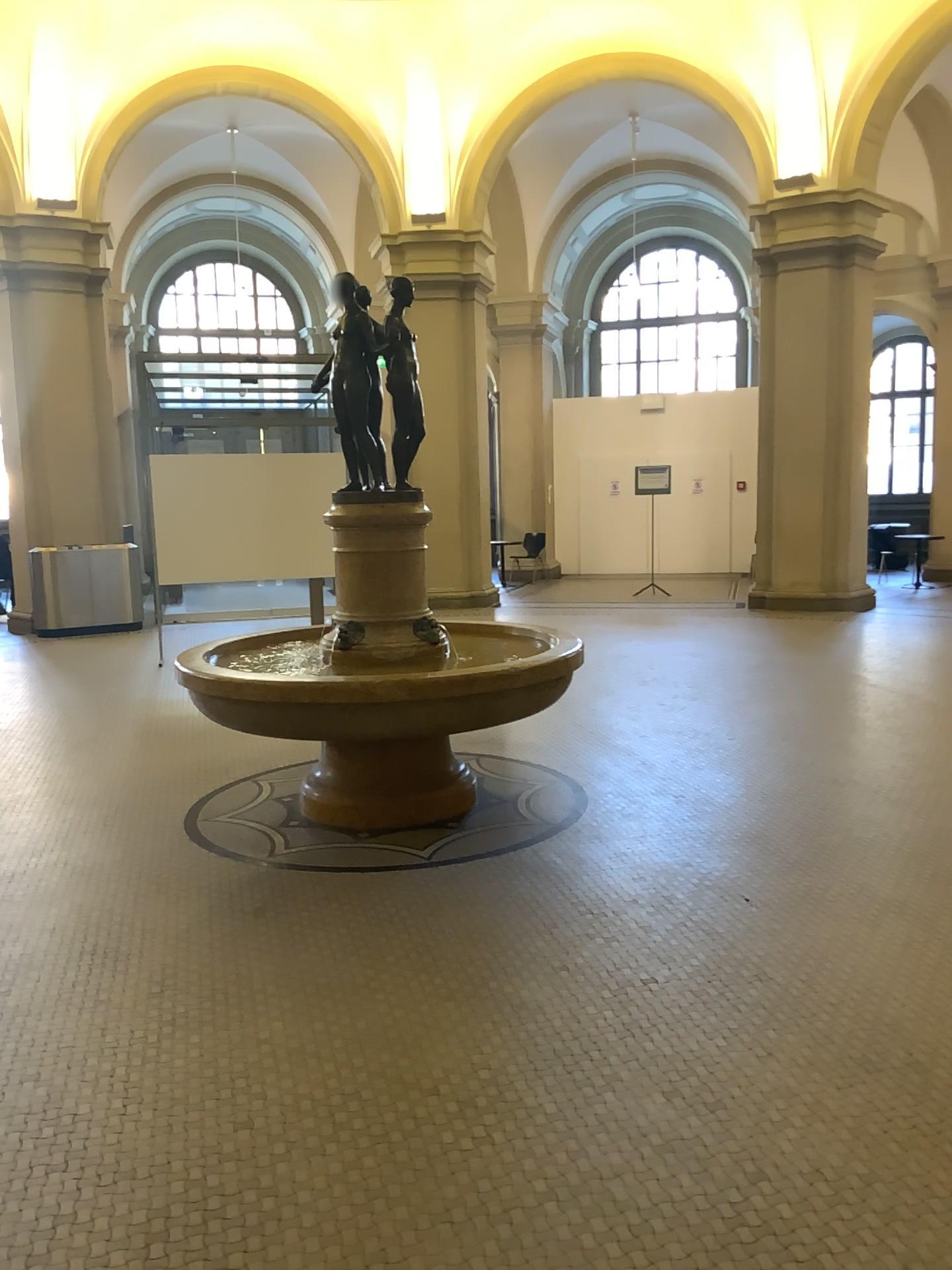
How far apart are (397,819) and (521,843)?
0.6 meters
